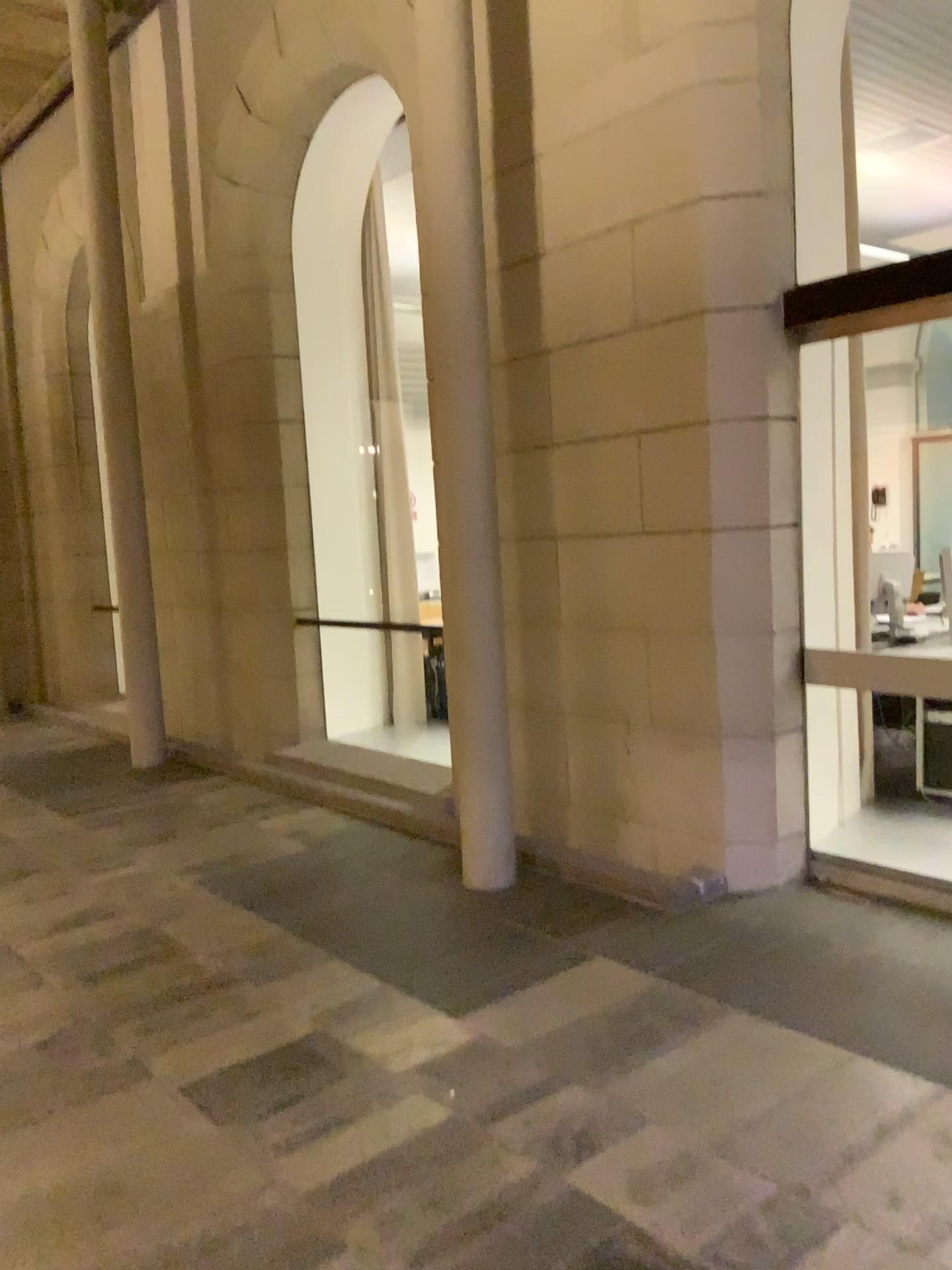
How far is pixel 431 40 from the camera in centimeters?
400cm

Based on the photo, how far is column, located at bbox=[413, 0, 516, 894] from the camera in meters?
4.0

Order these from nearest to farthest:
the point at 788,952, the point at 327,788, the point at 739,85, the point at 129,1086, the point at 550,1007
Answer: the point at 129,1086 < the point at 550,1007 < the point at 788,952 < the point at 739,85 < the point at 327,788
